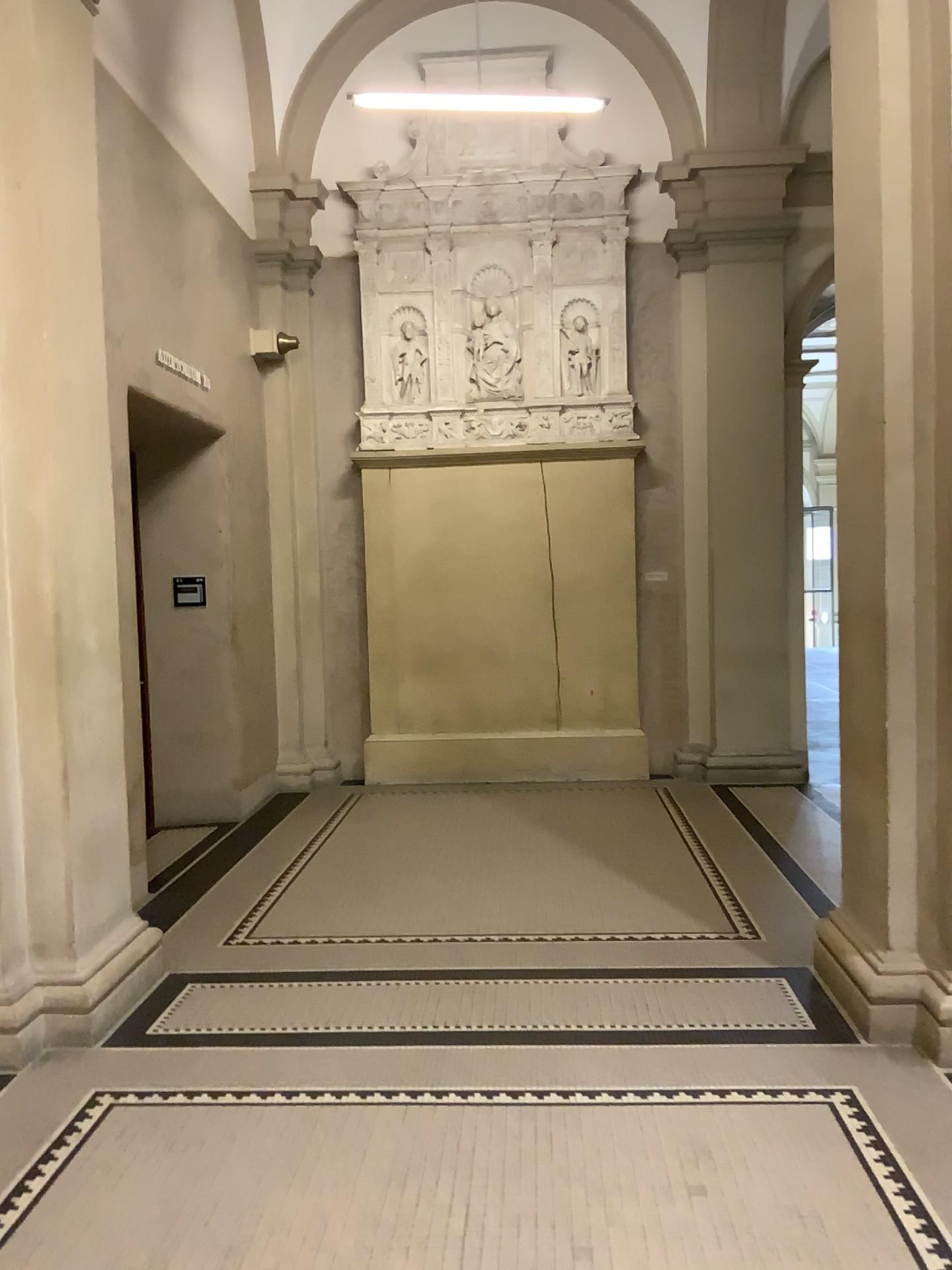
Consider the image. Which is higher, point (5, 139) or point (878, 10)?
point (878, 10)

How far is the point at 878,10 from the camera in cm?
353

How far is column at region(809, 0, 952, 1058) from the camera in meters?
3.5 m

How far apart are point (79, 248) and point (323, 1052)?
3.1 meters
